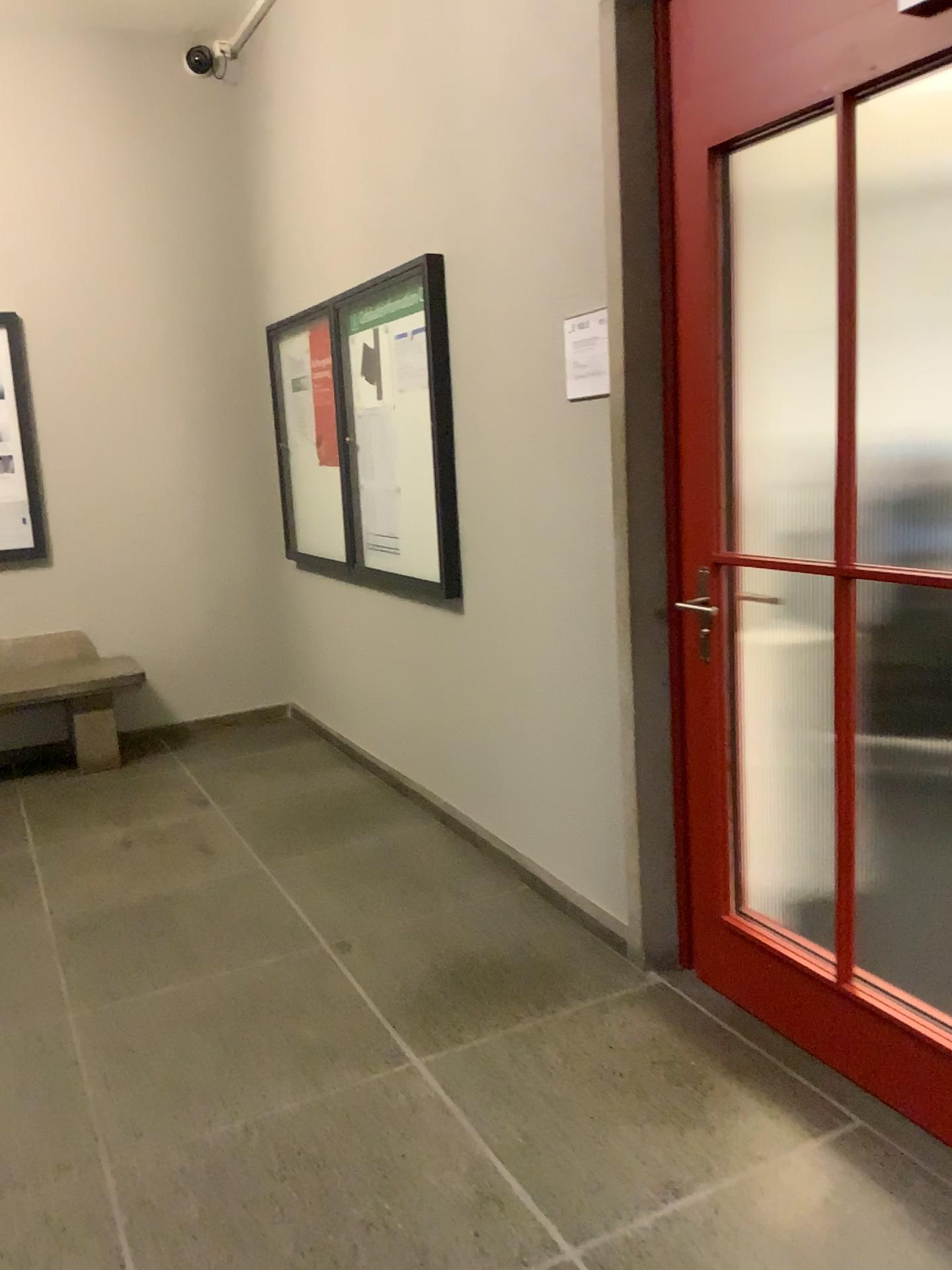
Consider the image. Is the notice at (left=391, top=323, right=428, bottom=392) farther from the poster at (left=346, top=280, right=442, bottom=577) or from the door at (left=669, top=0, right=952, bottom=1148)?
the door at (left=669, top=0, right=952, bottom=1148)

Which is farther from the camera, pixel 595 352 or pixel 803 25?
pixel 595 352

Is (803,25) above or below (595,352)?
above

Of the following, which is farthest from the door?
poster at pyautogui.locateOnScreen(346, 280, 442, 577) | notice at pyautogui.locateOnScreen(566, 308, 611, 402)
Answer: poster at pyautogui.locateOnScreen(346, 280, 442, 577)

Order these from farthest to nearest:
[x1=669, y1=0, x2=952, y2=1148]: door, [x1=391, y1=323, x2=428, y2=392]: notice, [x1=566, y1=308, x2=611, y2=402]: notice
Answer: [x1=391, y1=323, x2=428, y2=392]: notice < [x1=566, y1=308, x2=611, y2=402]: notice < [x1=669, y1=0, x2=952, y2=1148]: door

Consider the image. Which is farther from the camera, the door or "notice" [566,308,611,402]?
"notice" [566,308,611,402]

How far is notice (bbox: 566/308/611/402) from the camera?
2.69m

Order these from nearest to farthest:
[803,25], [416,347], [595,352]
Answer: [803,25]
[595,352]
[416,347]

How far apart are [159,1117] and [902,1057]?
1.6m

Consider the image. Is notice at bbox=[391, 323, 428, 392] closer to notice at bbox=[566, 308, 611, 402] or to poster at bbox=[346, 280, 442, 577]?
poster at bbox=[346, 280, 442, 577]
